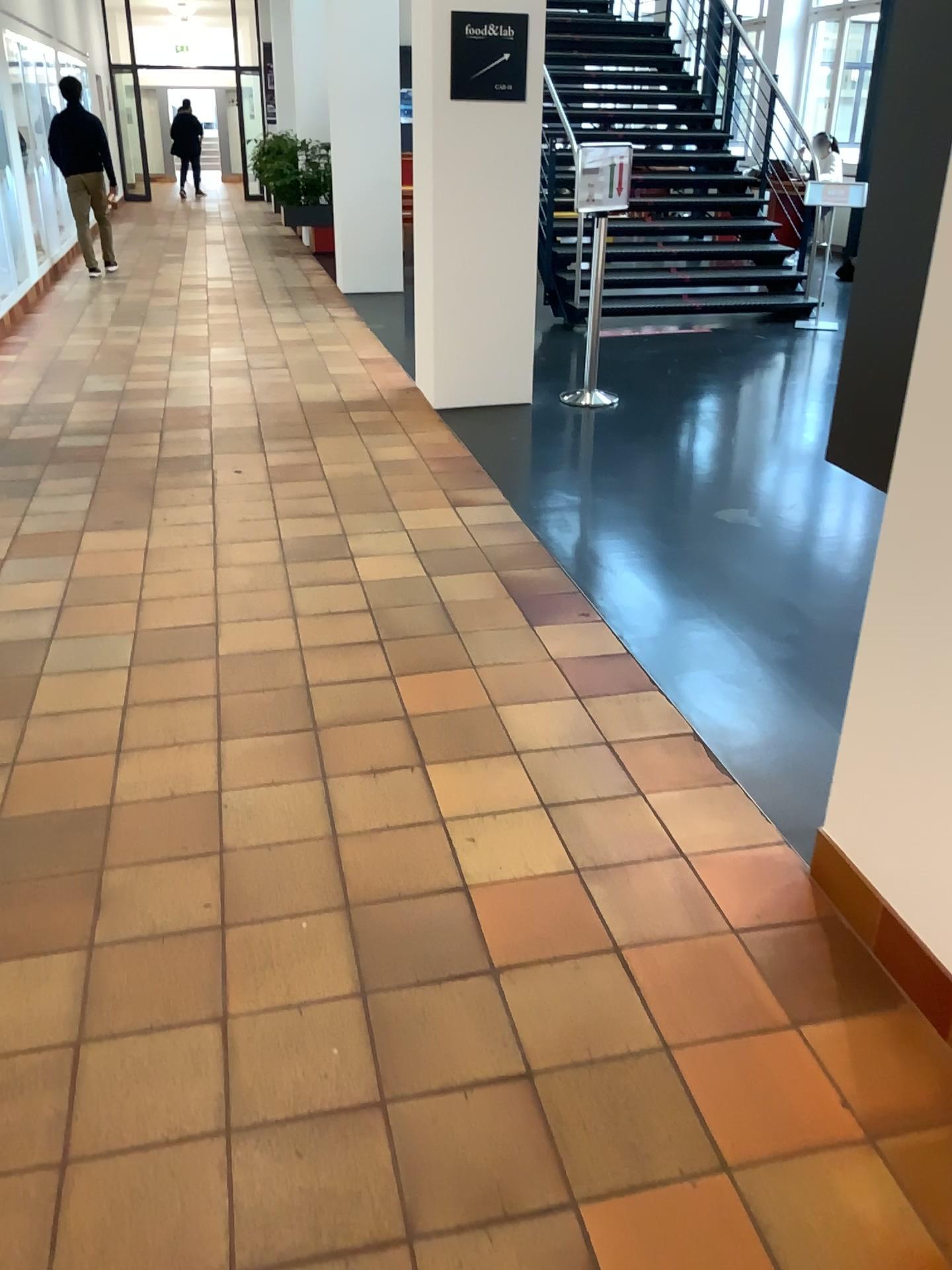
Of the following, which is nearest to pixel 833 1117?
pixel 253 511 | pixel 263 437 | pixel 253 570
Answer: pixel 253 570

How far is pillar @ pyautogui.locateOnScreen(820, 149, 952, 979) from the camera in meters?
1.7 m

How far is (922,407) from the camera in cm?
174
